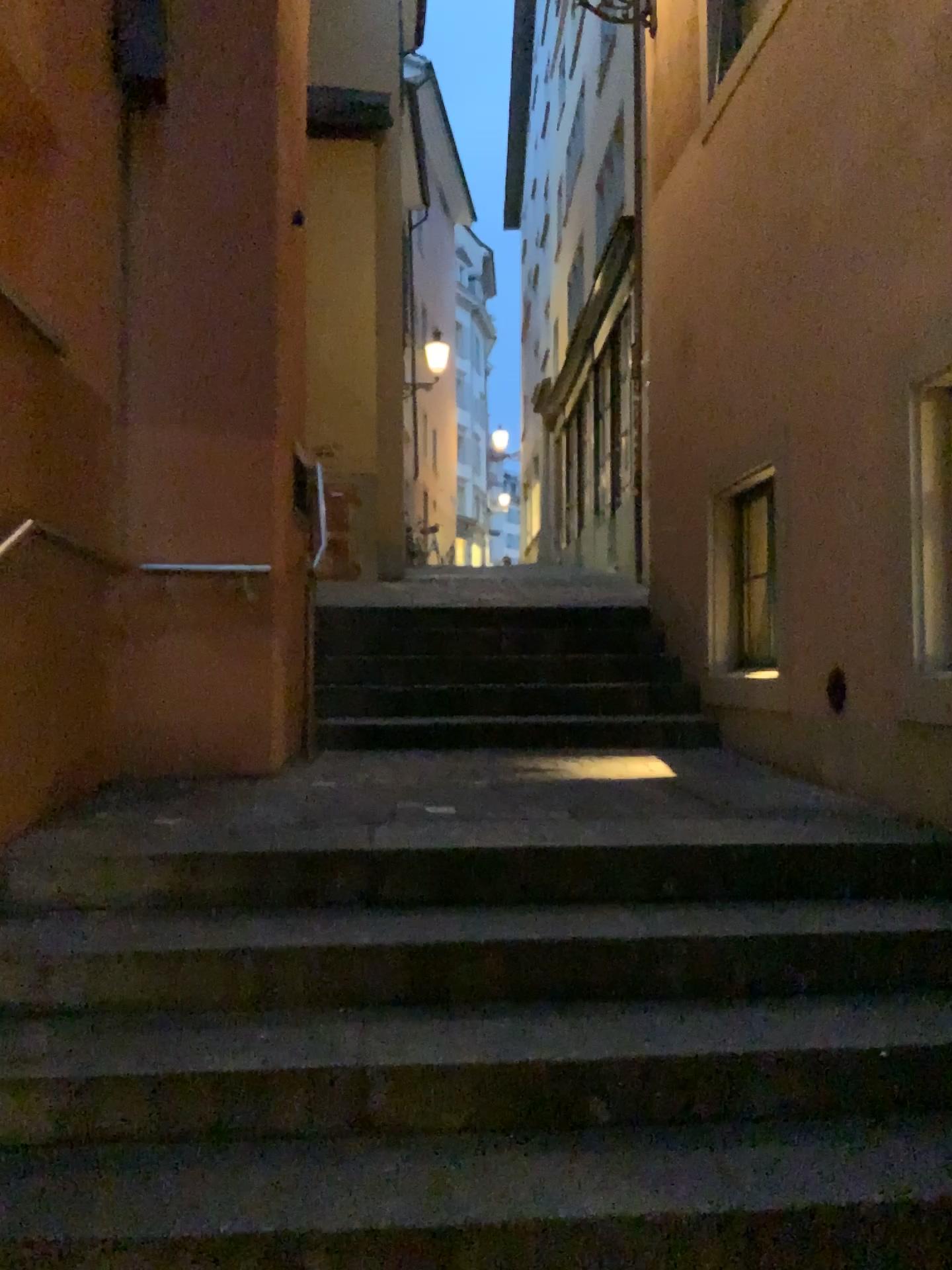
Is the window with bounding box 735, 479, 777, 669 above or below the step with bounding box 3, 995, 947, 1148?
above

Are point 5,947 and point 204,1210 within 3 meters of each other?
yes

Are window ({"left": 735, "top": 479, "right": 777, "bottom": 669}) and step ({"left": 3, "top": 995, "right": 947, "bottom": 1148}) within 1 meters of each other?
no

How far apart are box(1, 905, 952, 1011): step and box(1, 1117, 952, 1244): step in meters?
0.4 m

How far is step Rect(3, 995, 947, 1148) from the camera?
2.2m

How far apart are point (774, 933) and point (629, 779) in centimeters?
136cm

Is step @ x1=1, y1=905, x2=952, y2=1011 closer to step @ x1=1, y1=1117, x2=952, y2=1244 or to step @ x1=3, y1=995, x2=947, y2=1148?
step @ x1=3, y1=995, x2=947, y2=1148

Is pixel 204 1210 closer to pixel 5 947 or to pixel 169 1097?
pixel 169 1097

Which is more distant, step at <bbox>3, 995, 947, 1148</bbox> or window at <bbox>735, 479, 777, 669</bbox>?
window at <bbox>735, 479, 777, 669</bbox>

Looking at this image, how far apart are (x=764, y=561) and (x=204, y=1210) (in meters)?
3.51
